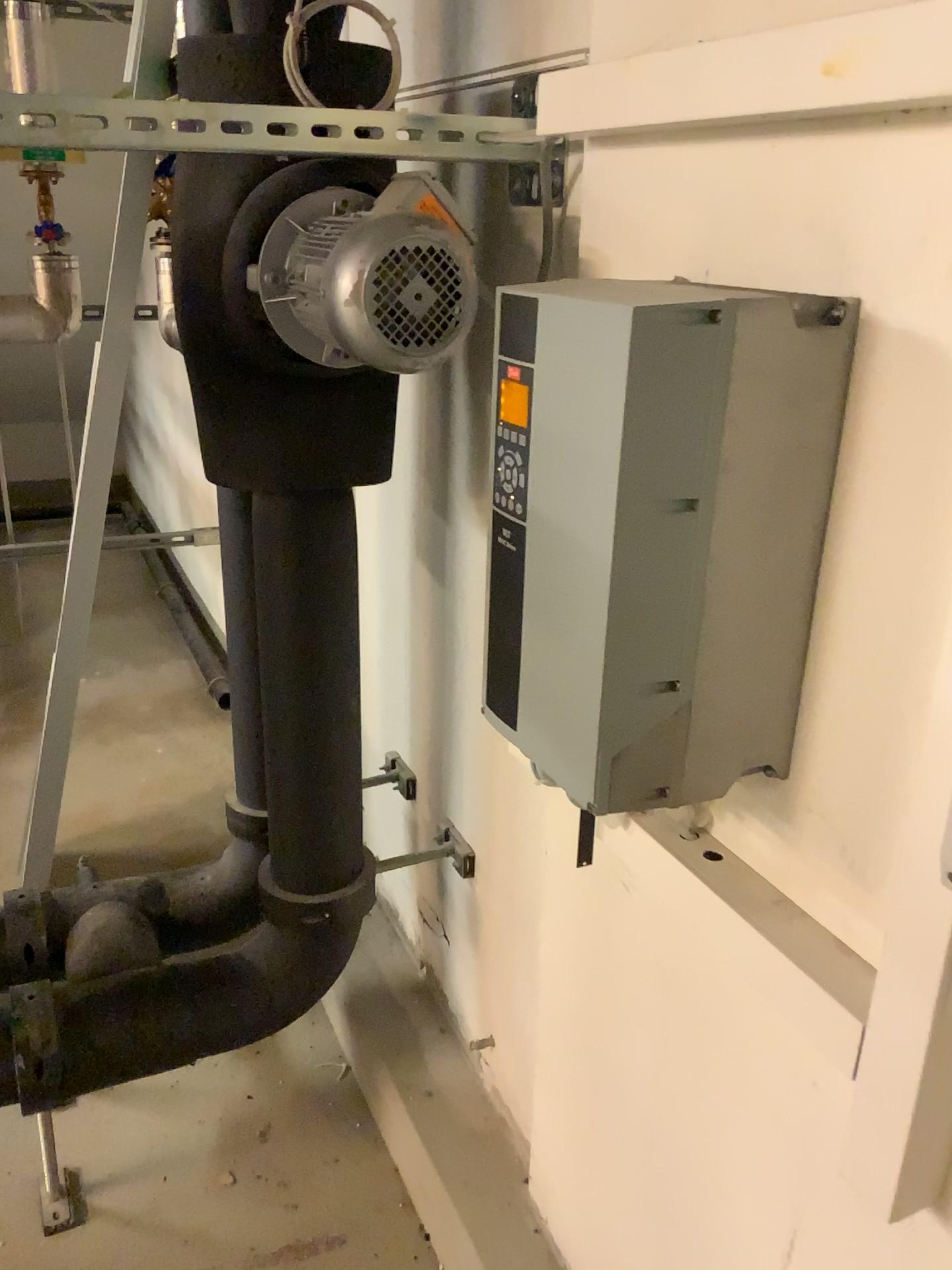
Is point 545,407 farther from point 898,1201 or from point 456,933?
point 456,933

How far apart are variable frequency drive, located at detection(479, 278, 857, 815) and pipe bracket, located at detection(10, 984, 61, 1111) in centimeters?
104cm

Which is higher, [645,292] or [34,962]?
[645,292]

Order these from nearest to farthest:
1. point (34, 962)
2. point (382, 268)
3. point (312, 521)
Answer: point (382, 268) → point (312, 521) → point (34, 962)

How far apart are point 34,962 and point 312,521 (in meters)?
0.92

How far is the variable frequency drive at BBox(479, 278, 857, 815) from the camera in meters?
0.8 m

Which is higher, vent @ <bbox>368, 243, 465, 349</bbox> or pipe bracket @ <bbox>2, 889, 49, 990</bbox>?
vent @ <bbox>368, 243, 465, 349</bbox>

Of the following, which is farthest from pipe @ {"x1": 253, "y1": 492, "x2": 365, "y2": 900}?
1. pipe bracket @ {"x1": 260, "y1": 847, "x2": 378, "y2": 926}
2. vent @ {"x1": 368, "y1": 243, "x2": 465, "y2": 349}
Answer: vent @ {"x1": 368, "y1": 243, "x2": 465, "y2": 349}

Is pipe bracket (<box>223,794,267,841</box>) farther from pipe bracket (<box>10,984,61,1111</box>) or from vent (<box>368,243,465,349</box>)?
vent (<box>368,243,465,349</box>)

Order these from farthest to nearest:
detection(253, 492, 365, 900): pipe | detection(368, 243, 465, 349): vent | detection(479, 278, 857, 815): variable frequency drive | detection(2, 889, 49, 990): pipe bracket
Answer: detection(2, 889, 49, 990): pipe bracket < detection(253, 492, 365, 900): pipe < detection(368, 243, 465, 349): vent < detection(479, 278, 857, 815): variable frequency drive
